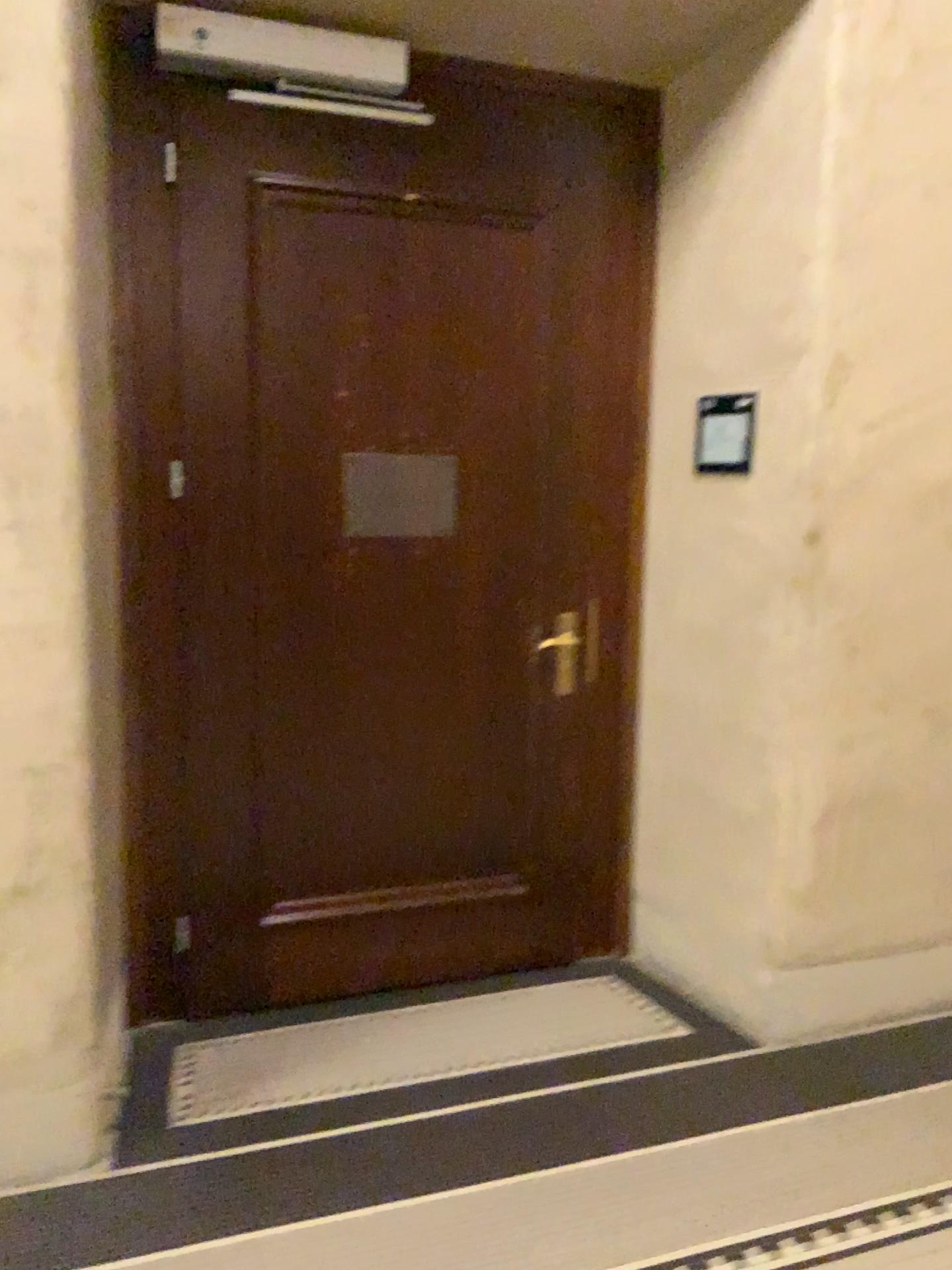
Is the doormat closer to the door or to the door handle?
the door

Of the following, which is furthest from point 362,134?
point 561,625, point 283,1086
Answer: point 283,1086

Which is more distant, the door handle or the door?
the door handle

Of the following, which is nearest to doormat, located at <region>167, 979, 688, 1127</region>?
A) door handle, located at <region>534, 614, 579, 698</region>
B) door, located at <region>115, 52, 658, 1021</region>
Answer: door, located at <region>115, 52, 658, 1021</region>

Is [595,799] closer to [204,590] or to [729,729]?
[729,729]

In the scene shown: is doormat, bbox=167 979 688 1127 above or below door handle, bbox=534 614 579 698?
below

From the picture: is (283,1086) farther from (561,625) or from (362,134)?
(362,134)

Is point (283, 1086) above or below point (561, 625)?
below
